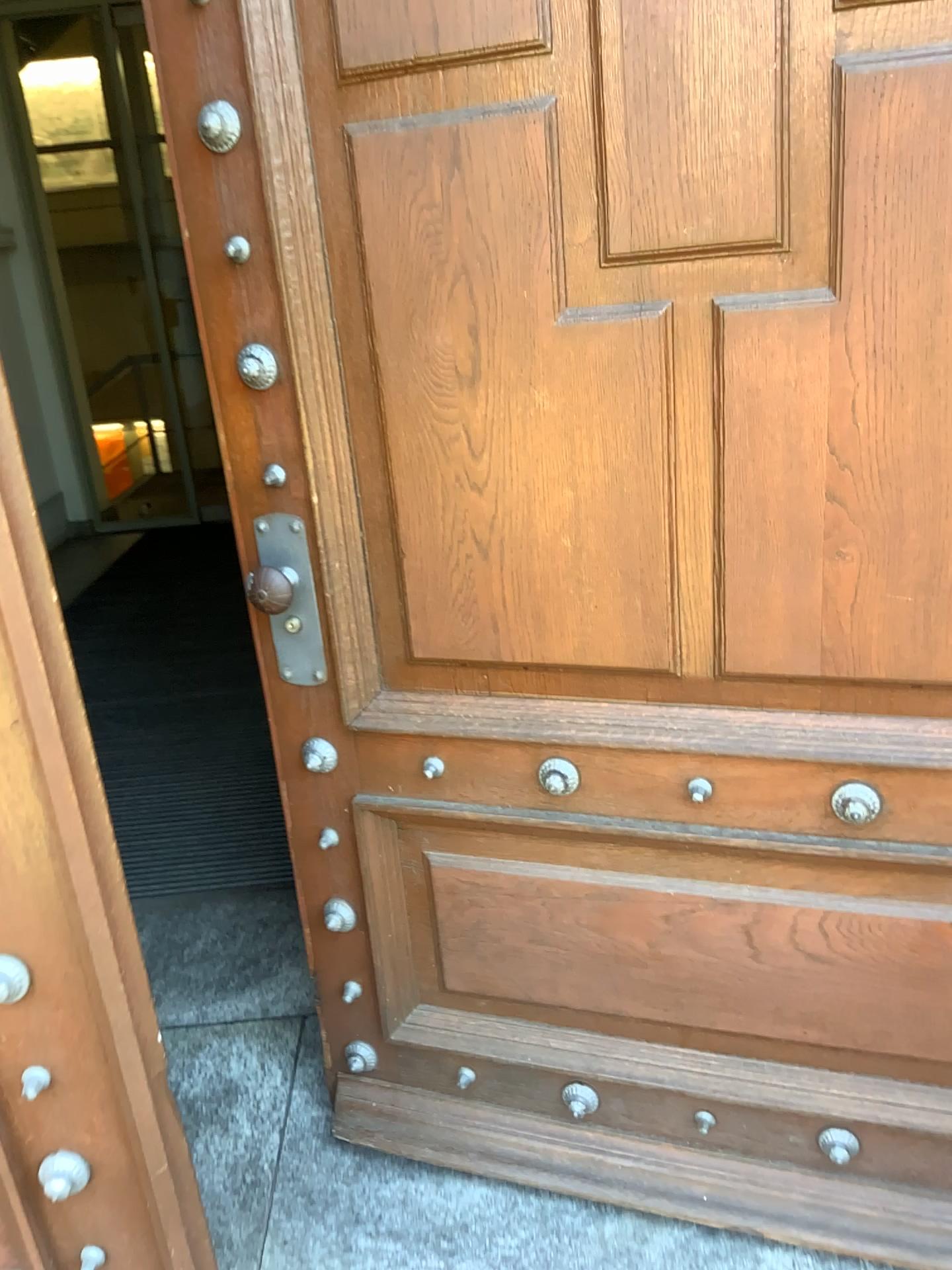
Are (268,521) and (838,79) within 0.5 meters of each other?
no

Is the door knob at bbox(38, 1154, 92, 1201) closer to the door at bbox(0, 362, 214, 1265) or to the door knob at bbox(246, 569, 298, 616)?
the door at bbox(0, 362, 214, 1265)

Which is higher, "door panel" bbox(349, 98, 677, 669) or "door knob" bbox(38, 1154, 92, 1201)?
"door panel" bbox(349, 98, 677, 669)

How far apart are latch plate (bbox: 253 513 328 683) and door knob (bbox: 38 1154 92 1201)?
0.7m

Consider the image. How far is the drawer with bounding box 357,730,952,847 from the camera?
1.4m

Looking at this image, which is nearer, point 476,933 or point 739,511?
point 739,511

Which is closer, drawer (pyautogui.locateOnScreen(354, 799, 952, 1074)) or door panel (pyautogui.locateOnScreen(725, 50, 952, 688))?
door panel (pyautogui.locateOnScreen(725, 50, 952, 688))

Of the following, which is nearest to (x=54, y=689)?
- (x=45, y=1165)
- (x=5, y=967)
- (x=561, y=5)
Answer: (x=5, y=967)

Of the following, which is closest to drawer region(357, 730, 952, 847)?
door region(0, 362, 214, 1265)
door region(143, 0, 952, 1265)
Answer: door region(143, 0, 952, 1265)

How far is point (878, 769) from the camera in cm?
137
